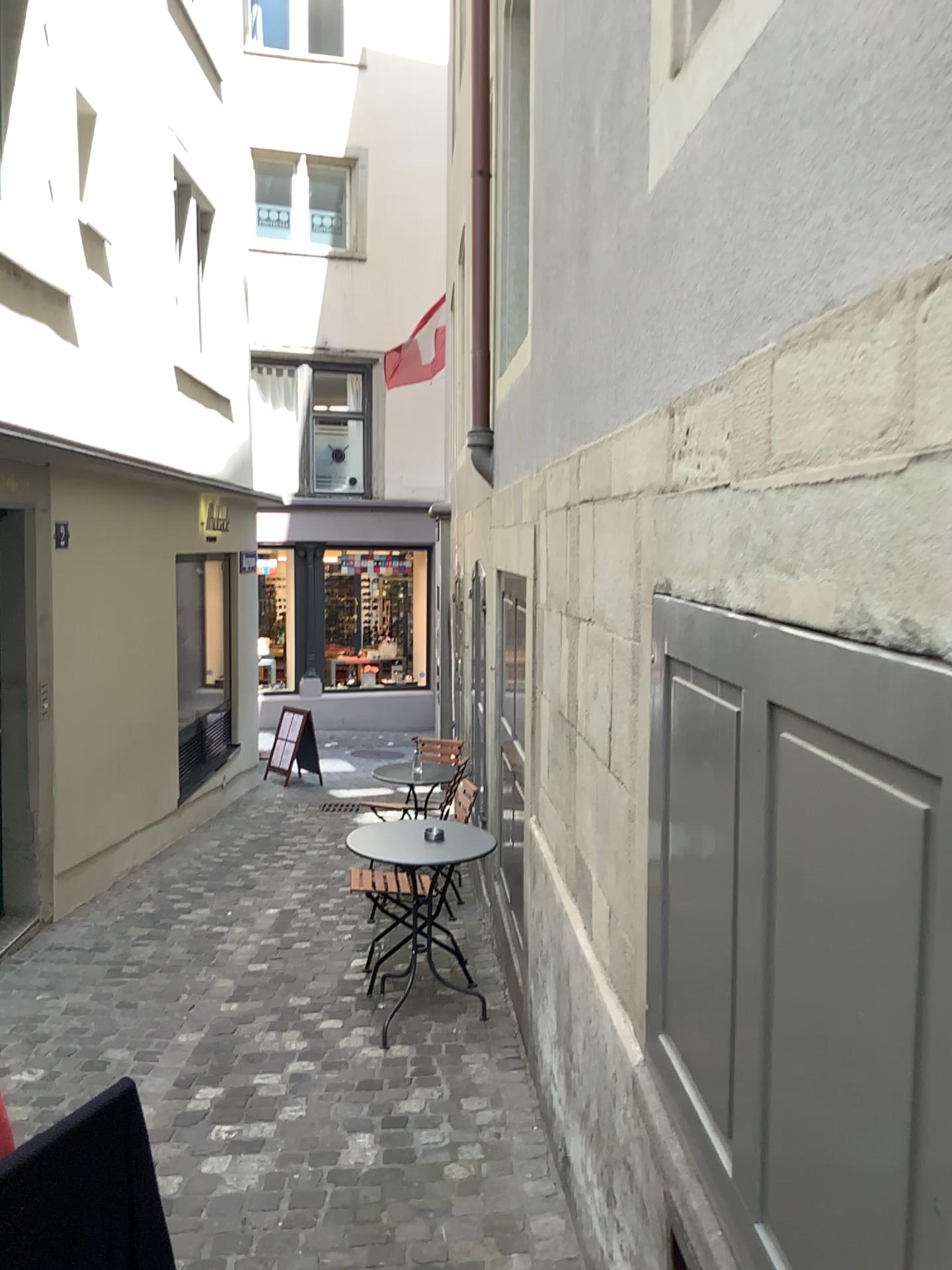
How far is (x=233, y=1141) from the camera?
3.2 meters
